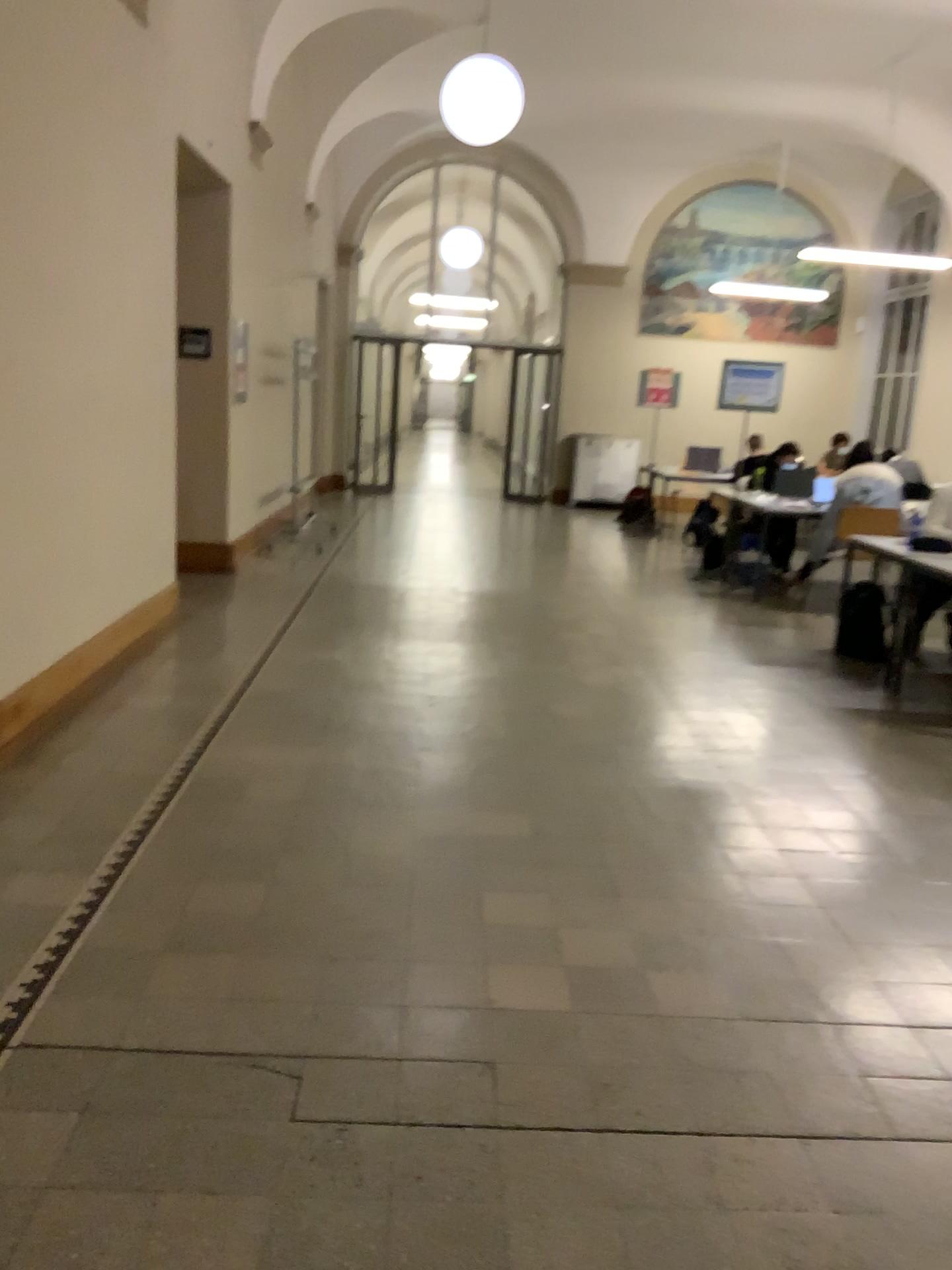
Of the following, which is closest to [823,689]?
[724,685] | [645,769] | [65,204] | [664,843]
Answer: [724,685]
